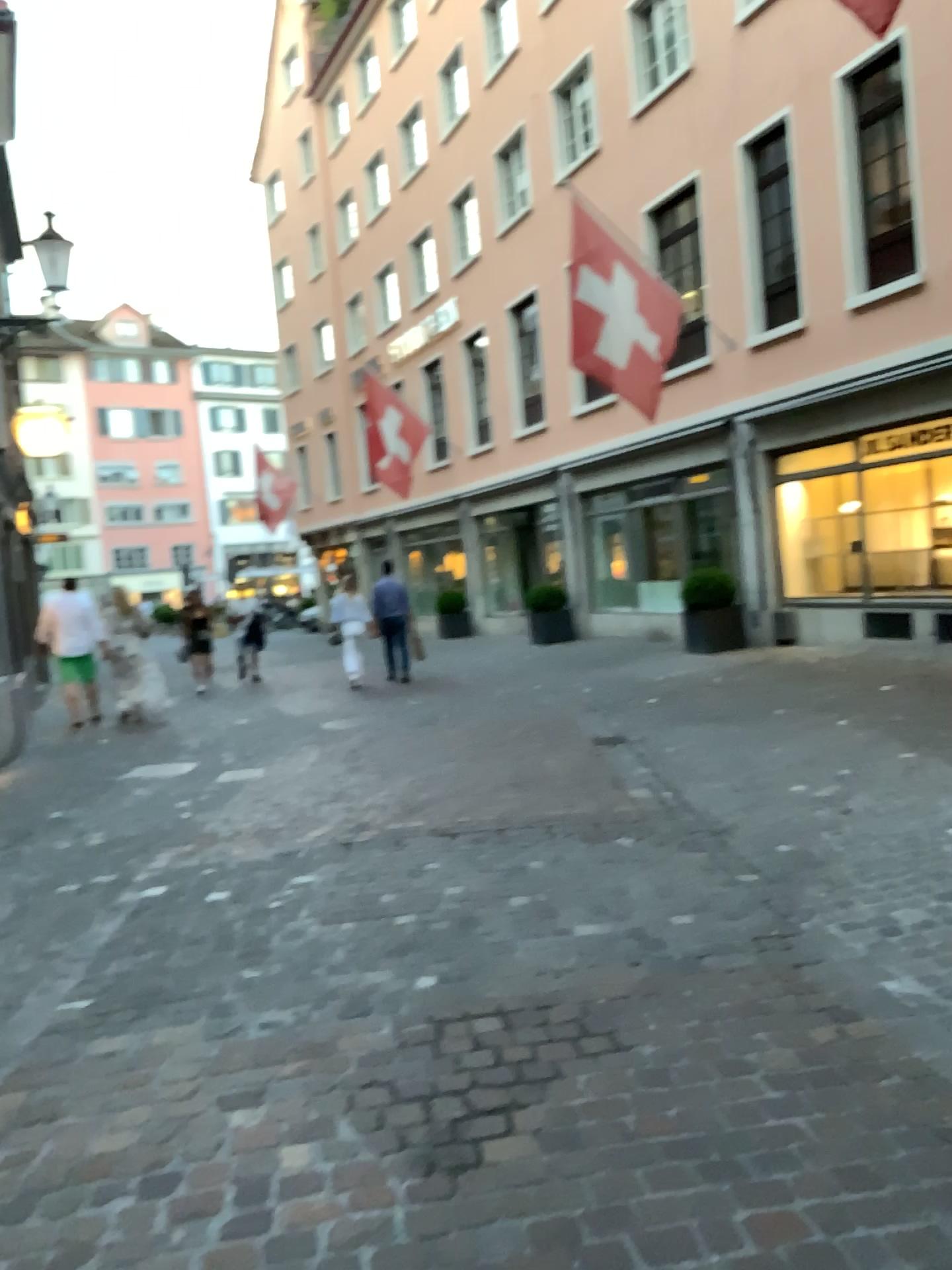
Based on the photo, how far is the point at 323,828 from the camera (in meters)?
5.54
